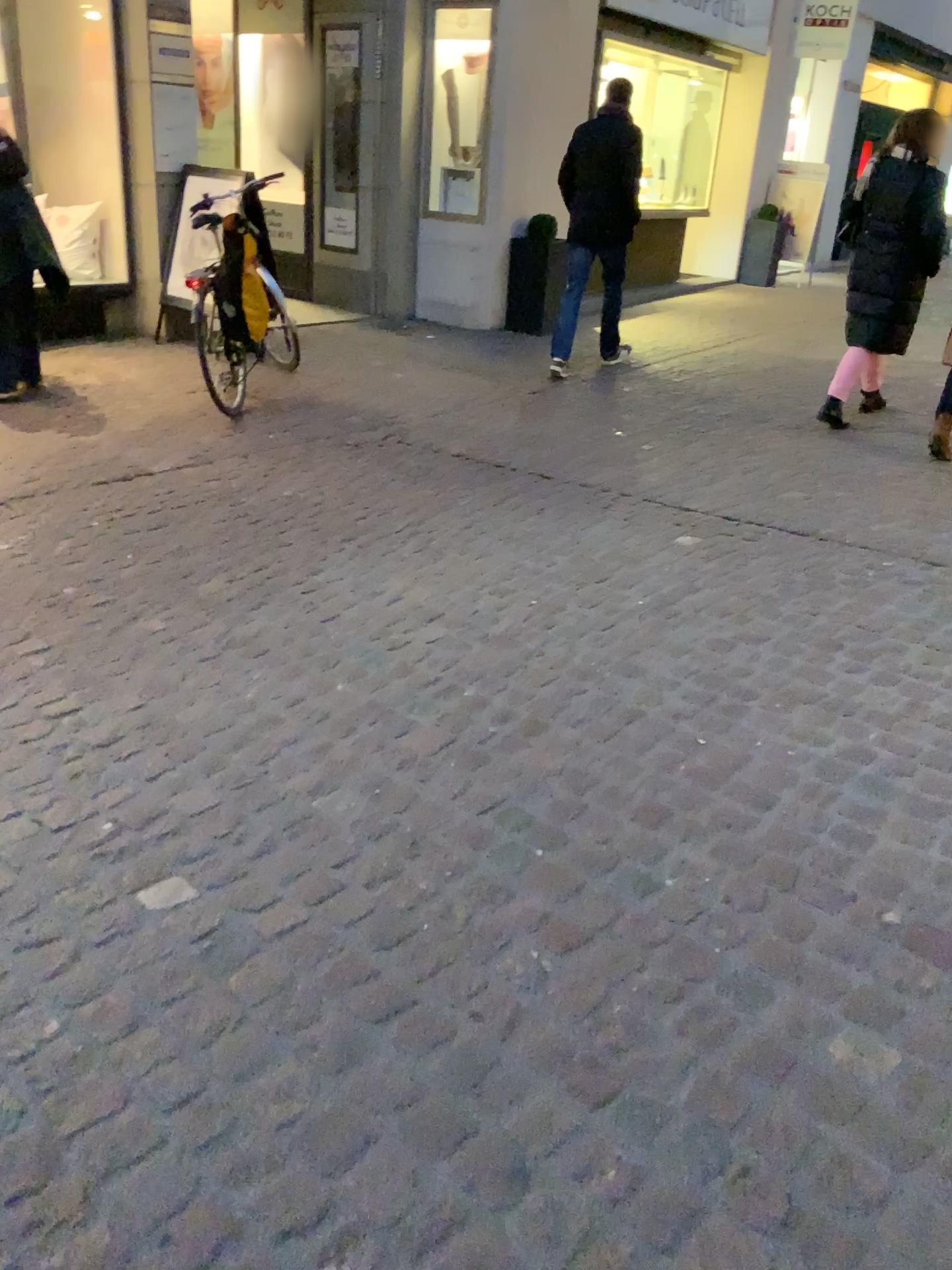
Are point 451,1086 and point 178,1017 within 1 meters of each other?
yes
